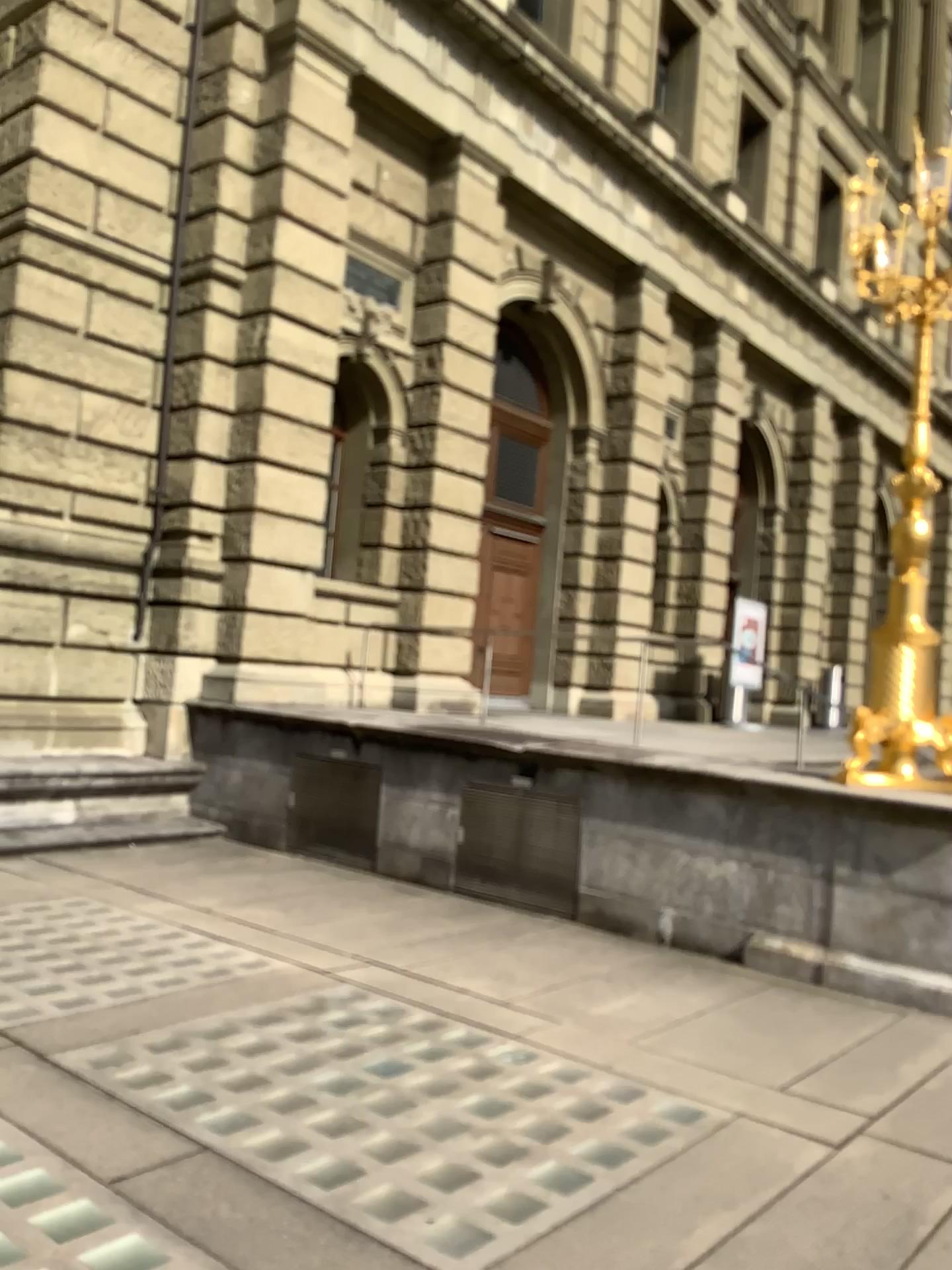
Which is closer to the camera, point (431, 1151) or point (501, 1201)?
point (501, 1201)
